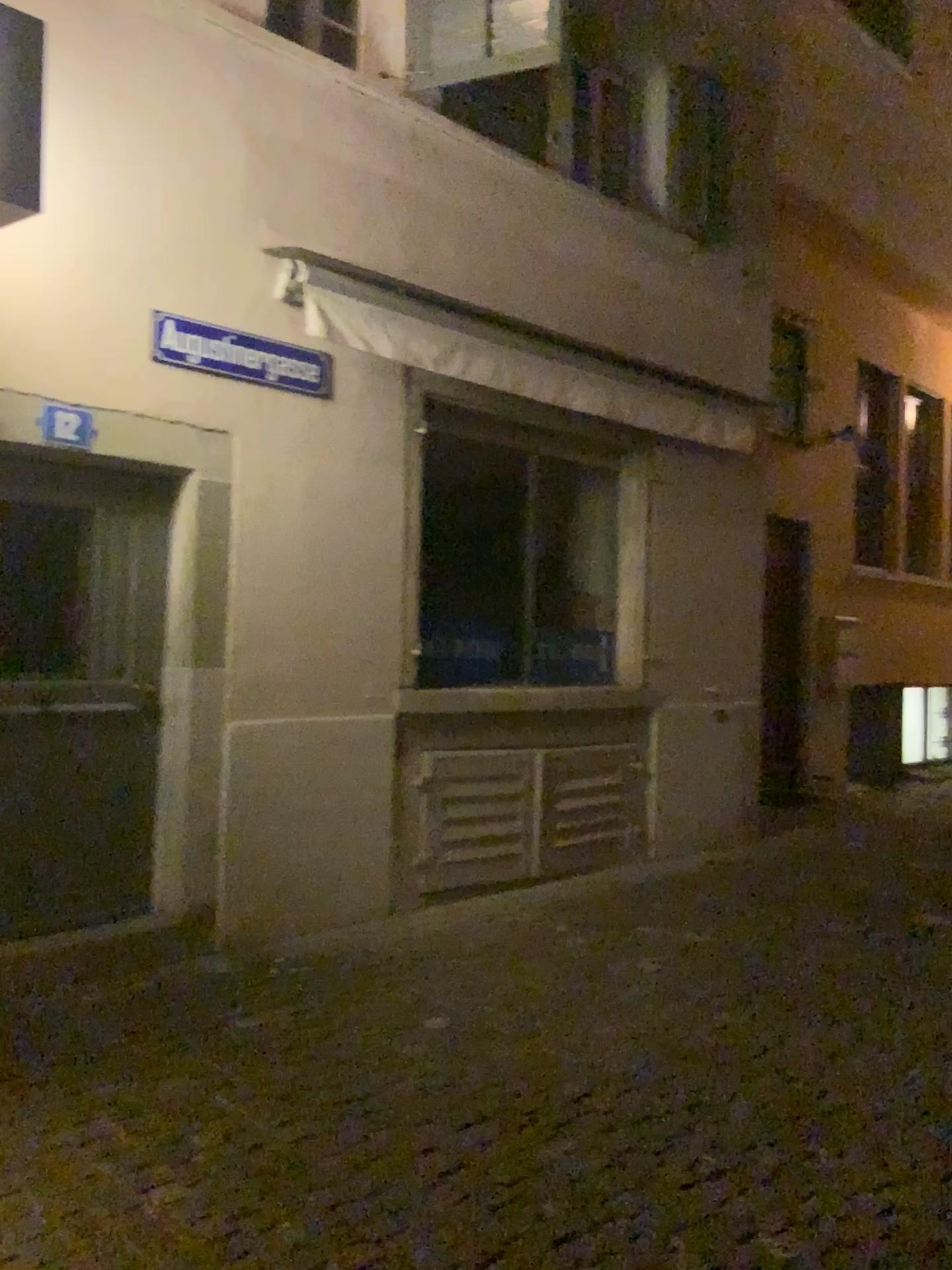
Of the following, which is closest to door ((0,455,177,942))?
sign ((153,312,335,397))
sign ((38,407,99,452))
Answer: sign ((38,407,99,452))

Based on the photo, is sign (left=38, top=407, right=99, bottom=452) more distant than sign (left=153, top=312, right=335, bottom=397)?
No

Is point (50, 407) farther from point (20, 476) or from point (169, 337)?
point (169, 337)

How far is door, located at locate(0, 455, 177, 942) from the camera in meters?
4.2

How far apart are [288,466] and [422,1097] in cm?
279

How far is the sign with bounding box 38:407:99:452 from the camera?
4.2 meters

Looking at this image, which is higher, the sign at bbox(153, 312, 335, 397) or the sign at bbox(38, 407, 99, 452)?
the sign at bbox(153, 312, 335, 397)

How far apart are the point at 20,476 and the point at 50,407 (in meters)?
0.31

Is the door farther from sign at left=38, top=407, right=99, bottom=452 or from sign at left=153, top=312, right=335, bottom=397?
sign at left=153, top=312, right=335, bottom=397

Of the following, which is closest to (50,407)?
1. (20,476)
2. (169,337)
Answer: (20,476)
